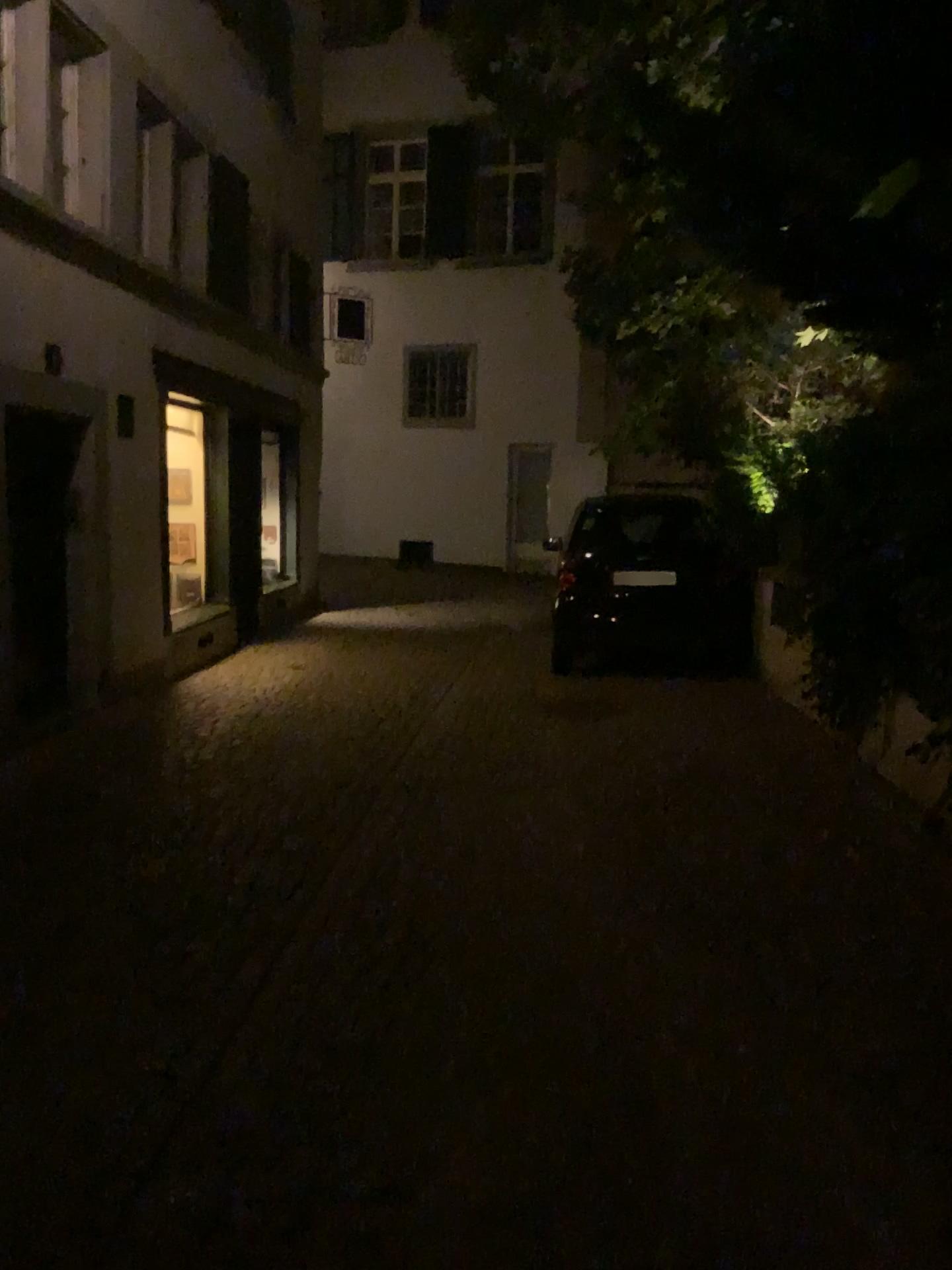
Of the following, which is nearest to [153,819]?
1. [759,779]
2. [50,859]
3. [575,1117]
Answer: [50,859]
